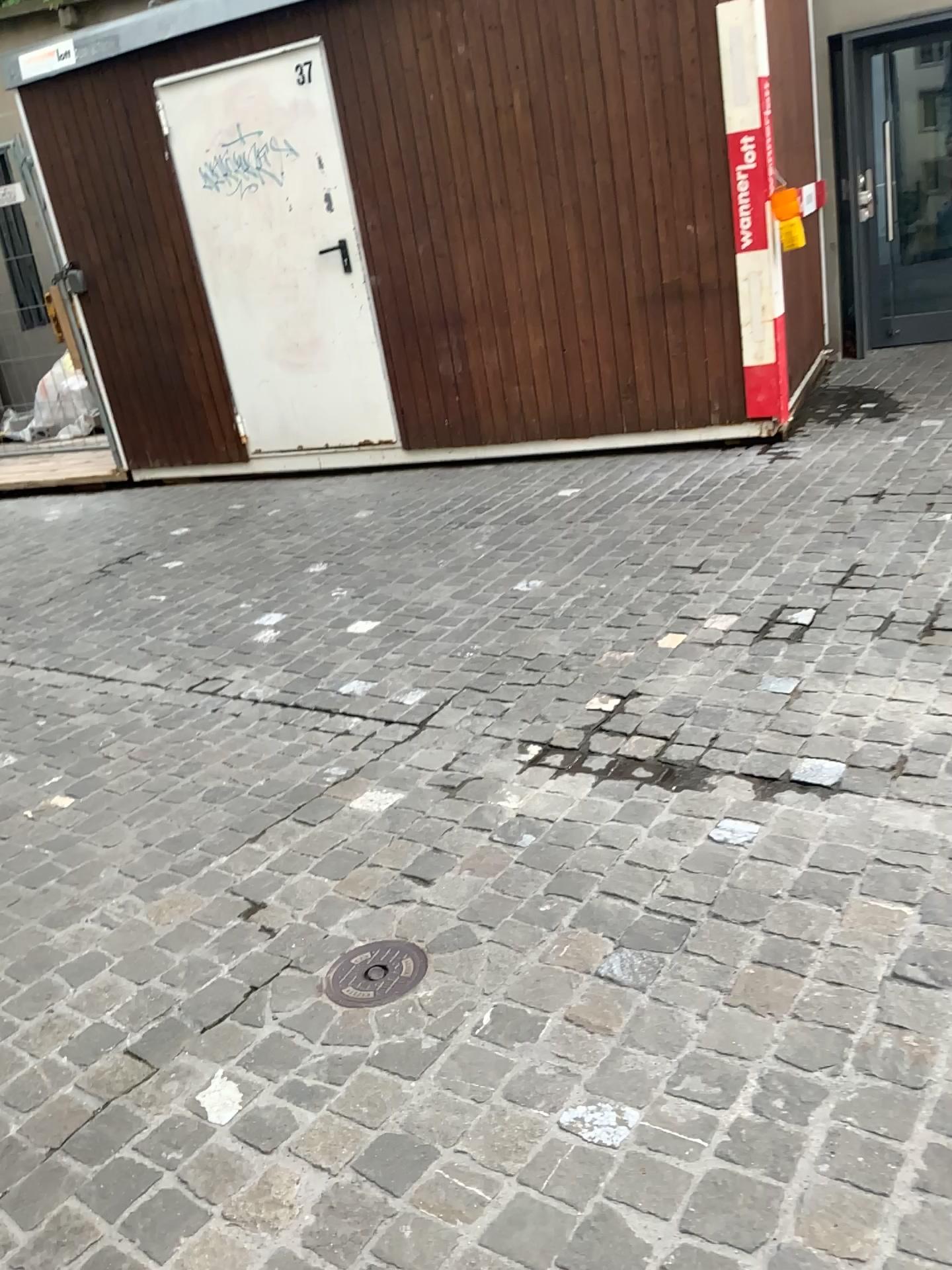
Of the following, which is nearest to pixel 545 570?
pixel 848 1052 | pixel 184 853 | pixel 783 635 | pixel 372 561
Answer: pixel 372 561

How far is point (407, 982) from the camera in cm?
187

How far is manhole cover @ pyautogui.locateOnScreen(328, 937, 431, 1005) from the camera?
1.87m
